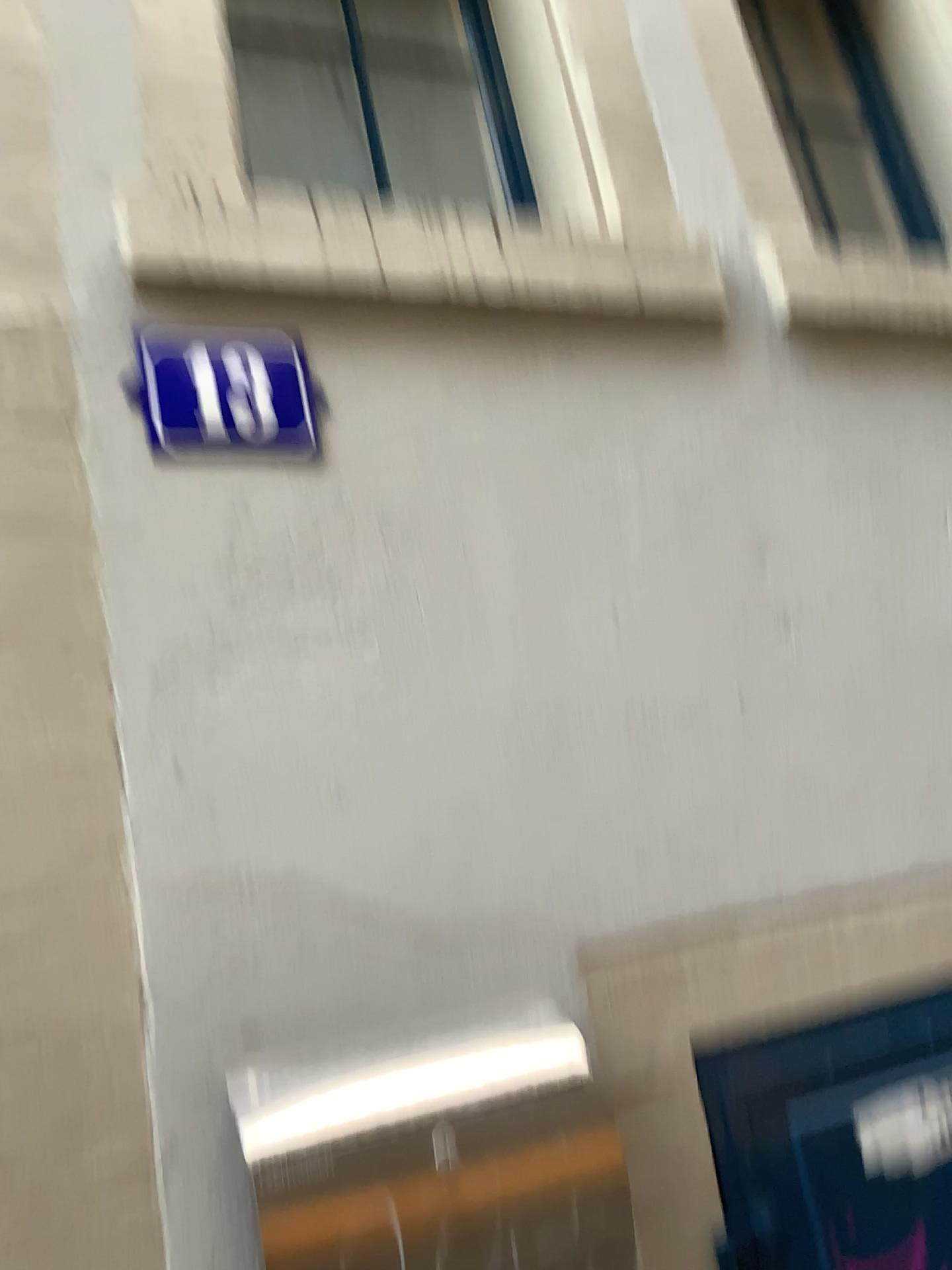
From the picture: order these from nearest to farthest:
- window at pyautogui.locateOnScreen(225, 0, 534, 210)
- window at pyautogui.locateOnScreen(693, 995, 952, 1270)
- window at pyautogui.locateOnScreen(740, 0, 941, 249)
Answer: window at pyautogui.locateOnScreen(693, 995, 952, 1270), window at pyautogui.locateOnScreen(225, 0, 534, 210), window at pyautogui.locateOnScreen(740, 0, 941, 249)

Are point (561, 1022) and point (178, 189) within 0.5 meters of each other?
no

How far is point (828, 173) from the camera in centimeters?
220cm

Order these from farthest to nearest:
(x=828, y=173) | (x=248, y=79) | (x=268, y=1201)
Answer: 1. (x=828, y=173)
2. (x=248, y=79)
3. (x=268, y=1201)

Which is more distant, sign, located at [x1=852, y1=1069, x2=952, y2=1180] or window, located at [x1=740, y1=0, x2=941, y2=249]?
window, located at [x1=740, y1=0, x2=941, y2=249]

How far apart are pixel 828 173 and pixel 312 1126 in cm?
205

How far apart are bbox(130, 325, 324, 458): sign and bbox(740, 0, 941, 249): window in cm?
131

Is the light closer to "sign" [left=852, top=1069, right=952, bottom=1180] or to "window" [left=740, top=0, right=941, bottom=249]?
"sign" [left=852, top=1069, right=952, bottom=1180]

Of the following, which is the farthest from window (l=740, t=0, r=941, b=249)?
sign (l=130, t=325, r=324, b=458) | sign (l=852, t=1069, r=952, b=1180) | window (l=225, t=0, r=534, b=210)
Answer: sign (l=852, t=1069, r=952, b=1180)

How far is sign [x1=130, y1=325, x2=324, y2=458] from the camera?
1.25m
